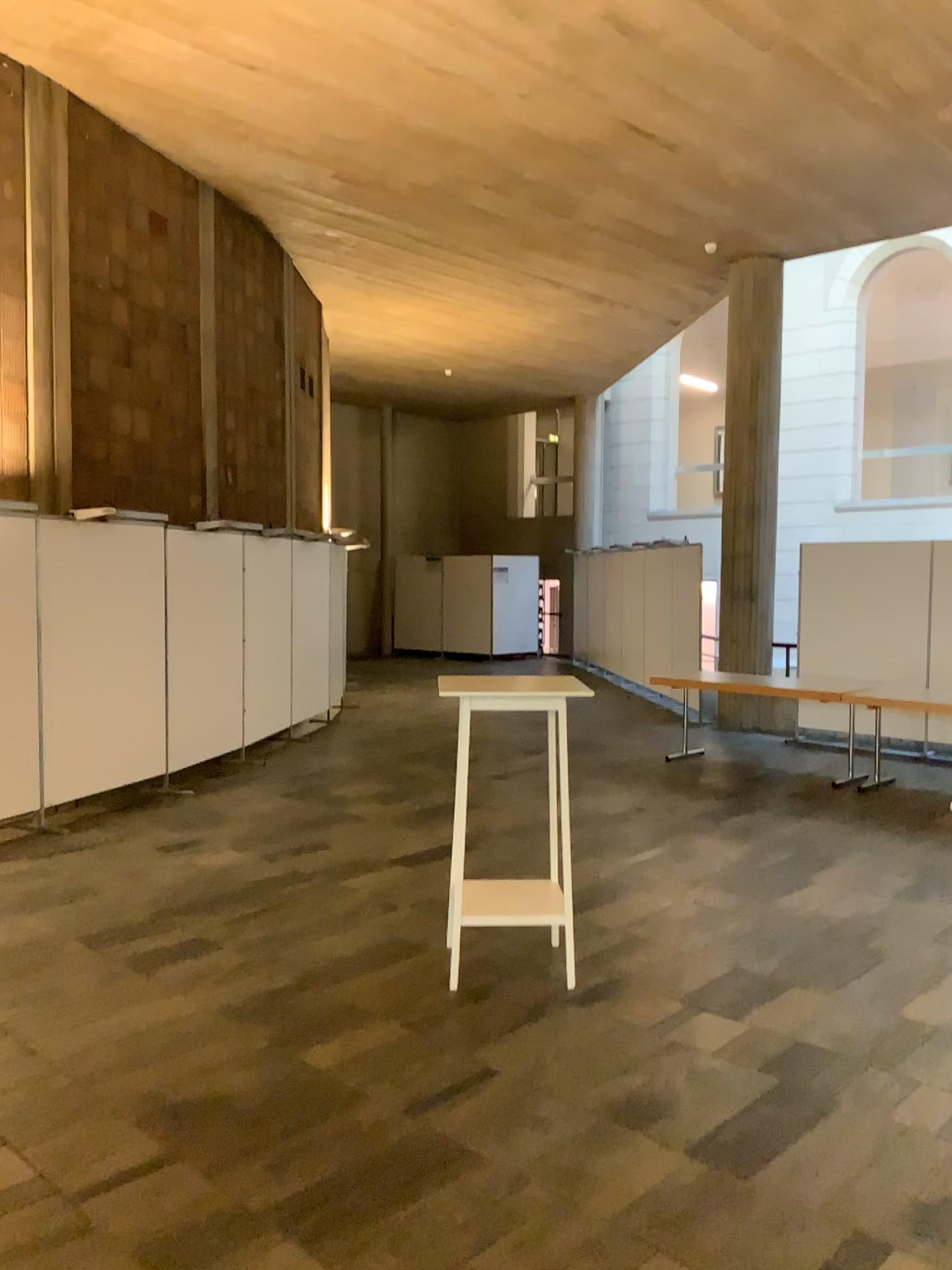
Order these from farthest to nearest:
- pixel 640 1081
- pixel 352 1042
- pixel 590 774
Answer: pixel 590 774 → pixel 352 1042 → pixel 640 1081
